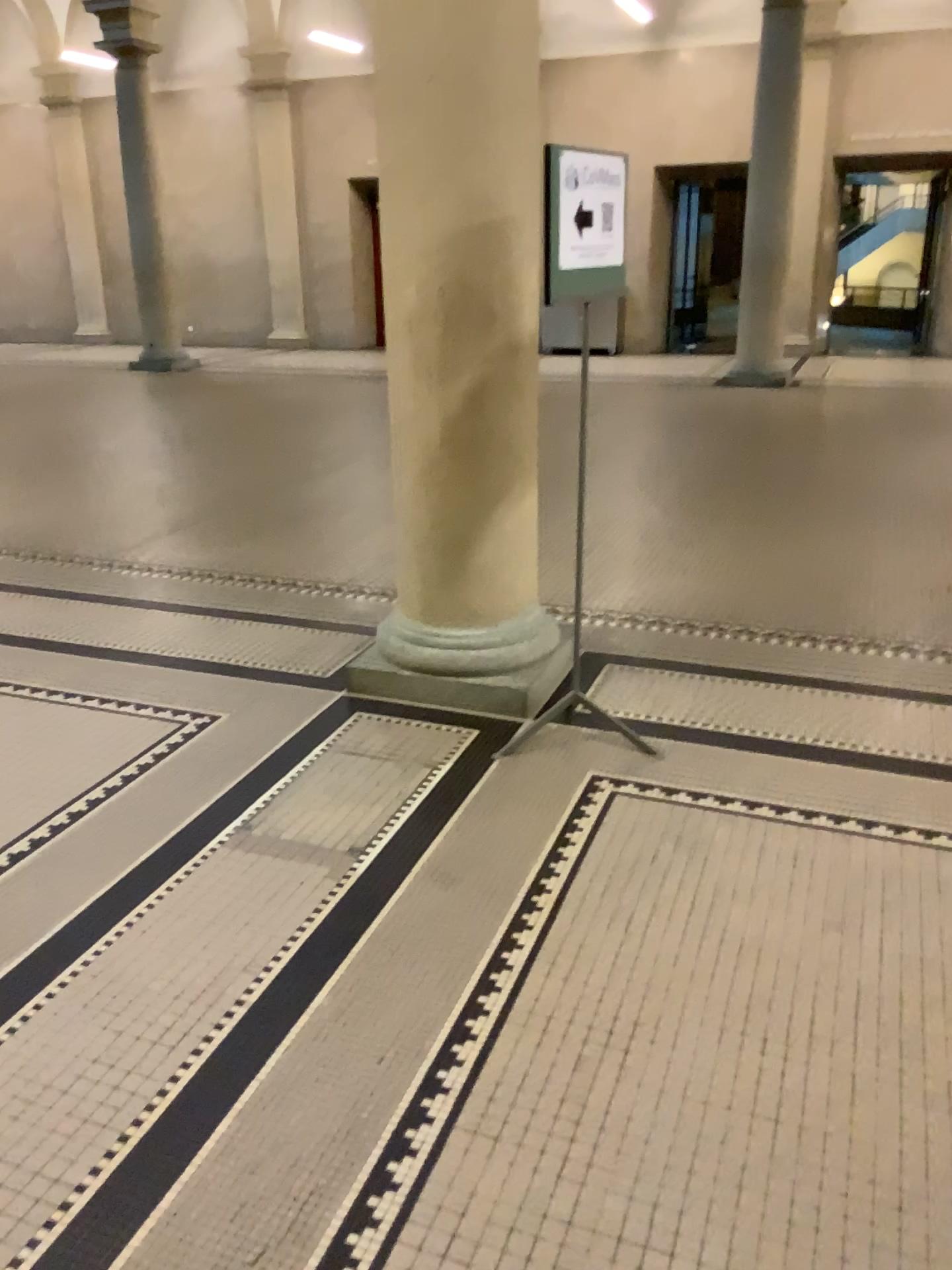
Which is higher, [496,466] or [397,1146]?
[496,466]
